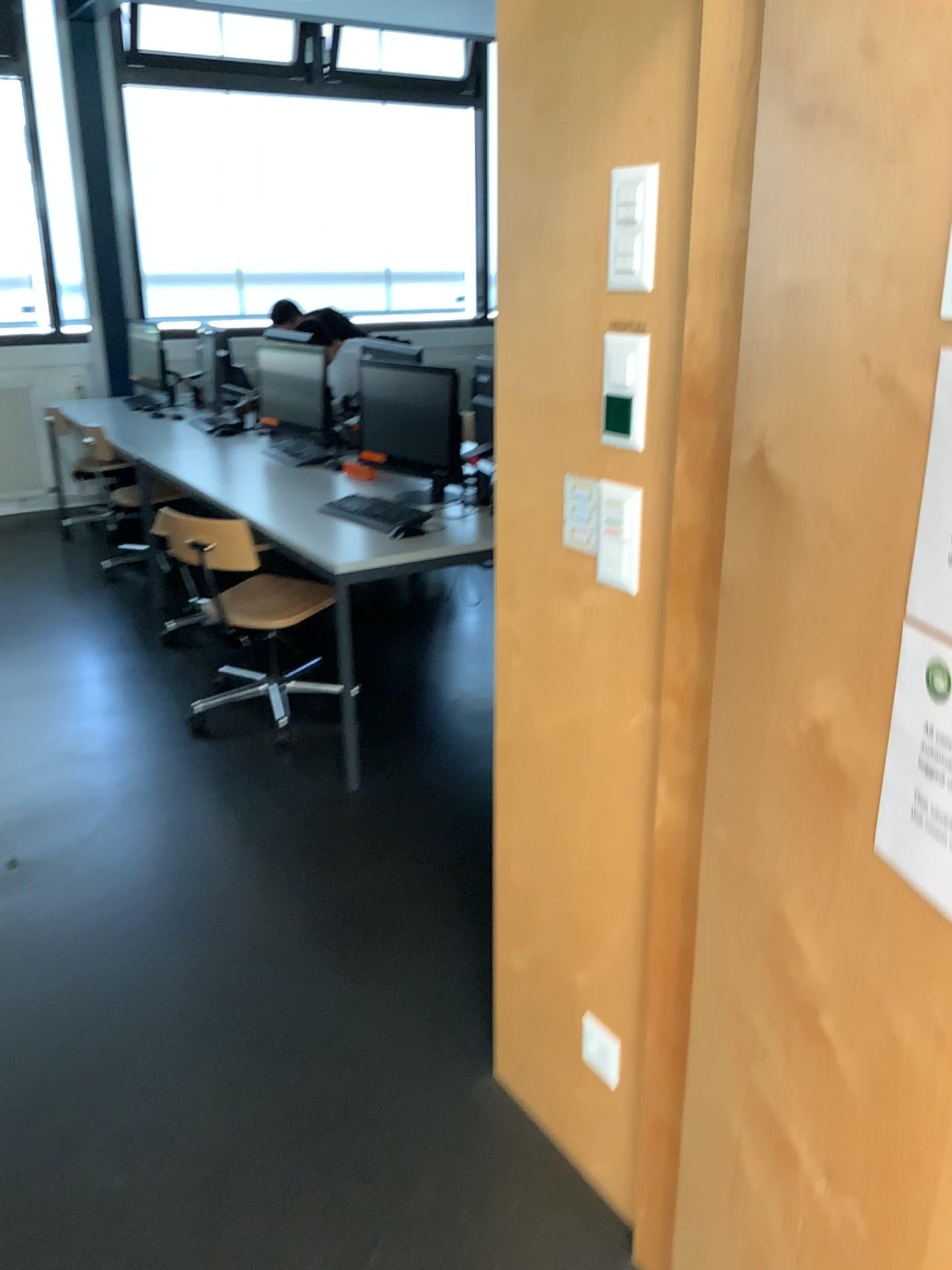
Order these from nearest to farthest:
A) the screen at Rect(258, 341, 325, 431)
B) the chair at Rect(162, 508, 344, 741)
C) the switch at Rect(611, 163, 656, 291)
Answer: the switch at Rect(611, 163, 656, 291) < the chair at Rect(162, 508, 344, 741) < the screen at Rect(258, 341, 325, 431)

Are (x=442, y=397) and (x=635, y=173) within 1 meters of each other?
no

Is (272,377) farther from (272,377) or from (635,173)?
(635,173)

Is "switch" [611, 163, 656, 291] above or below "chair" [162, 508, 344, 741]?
above

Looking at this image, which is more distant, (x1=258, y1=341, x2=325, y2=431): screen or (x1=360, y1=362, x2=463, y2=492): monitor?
(x1=258, y1=341, x2=325, y2=431): screen

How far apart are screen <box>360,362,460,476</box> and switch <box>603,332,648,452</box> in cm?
223

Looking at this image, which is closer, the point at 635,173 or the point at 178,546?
the point at 635,173

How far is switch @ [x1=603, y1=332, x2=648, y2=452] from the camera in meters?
1.4 m

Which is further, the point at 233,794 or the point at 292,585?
the point at 292,585

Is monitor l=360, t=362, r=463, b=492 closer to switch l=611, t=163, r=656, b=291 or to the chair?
the chair
